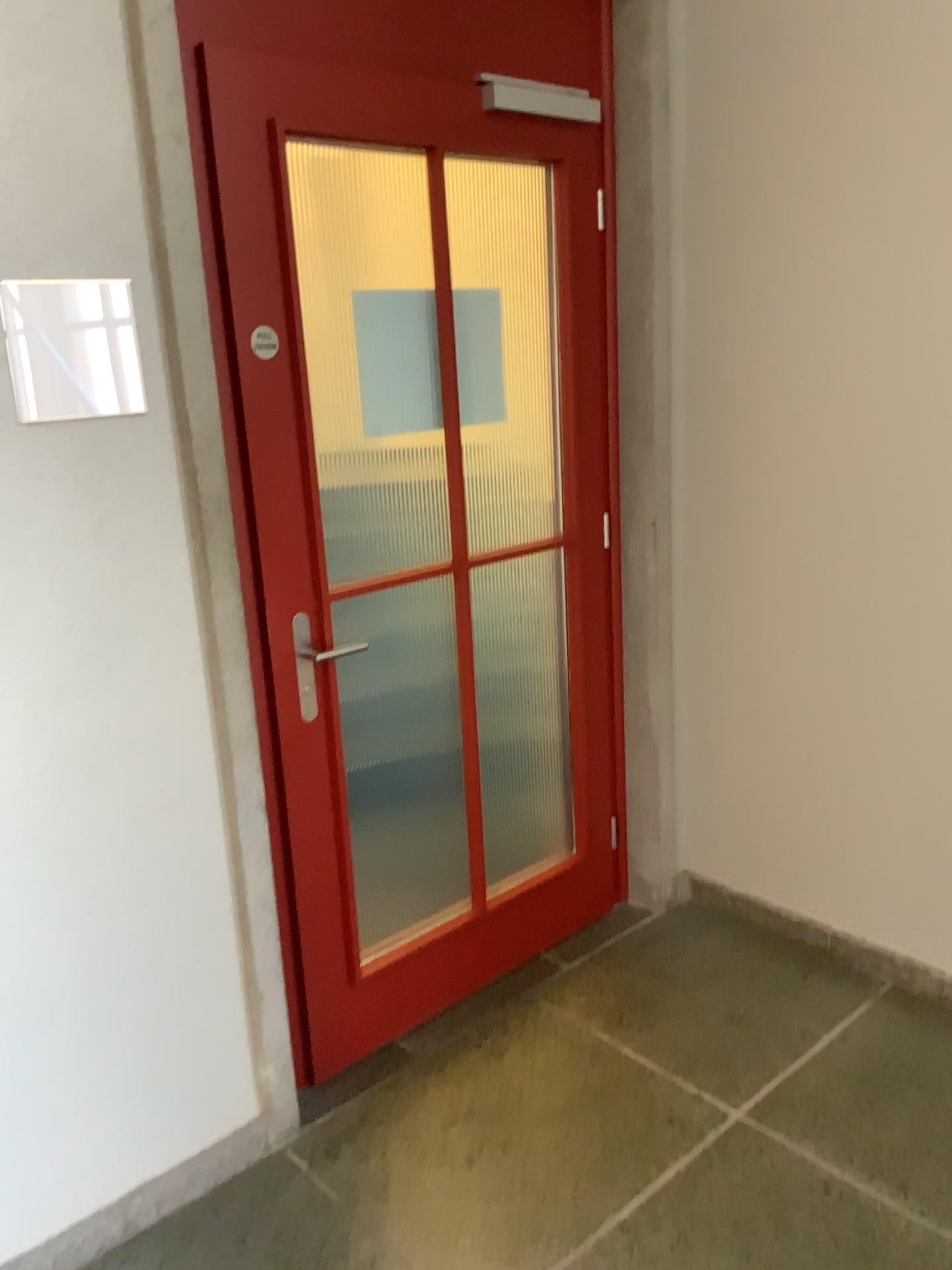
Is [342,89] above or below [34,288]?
above

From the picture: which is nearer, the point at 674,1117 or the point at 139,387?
the point at 139,387
